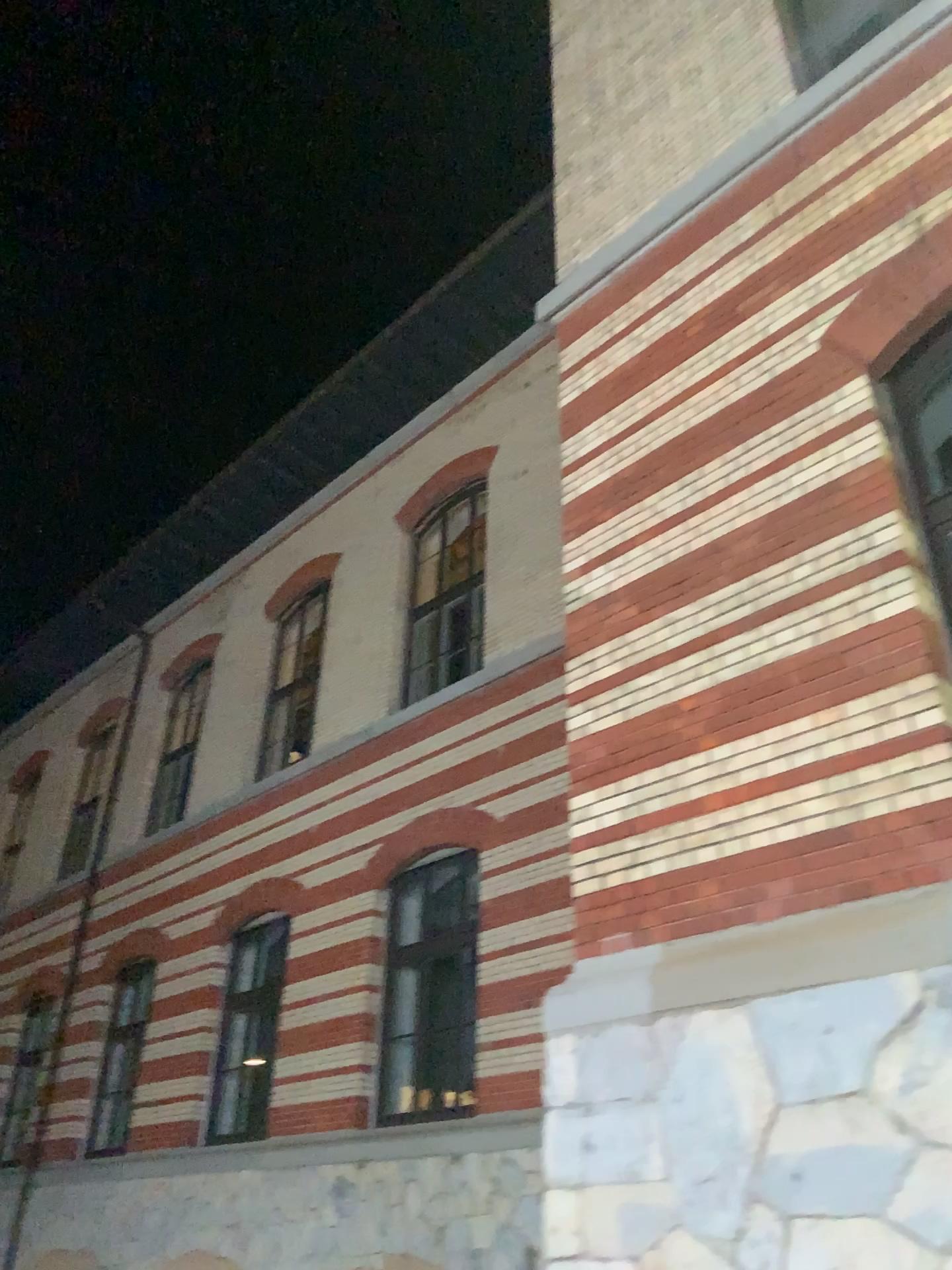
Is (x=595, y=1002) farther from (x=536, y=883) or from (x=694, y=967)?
(x=536, y=883)
